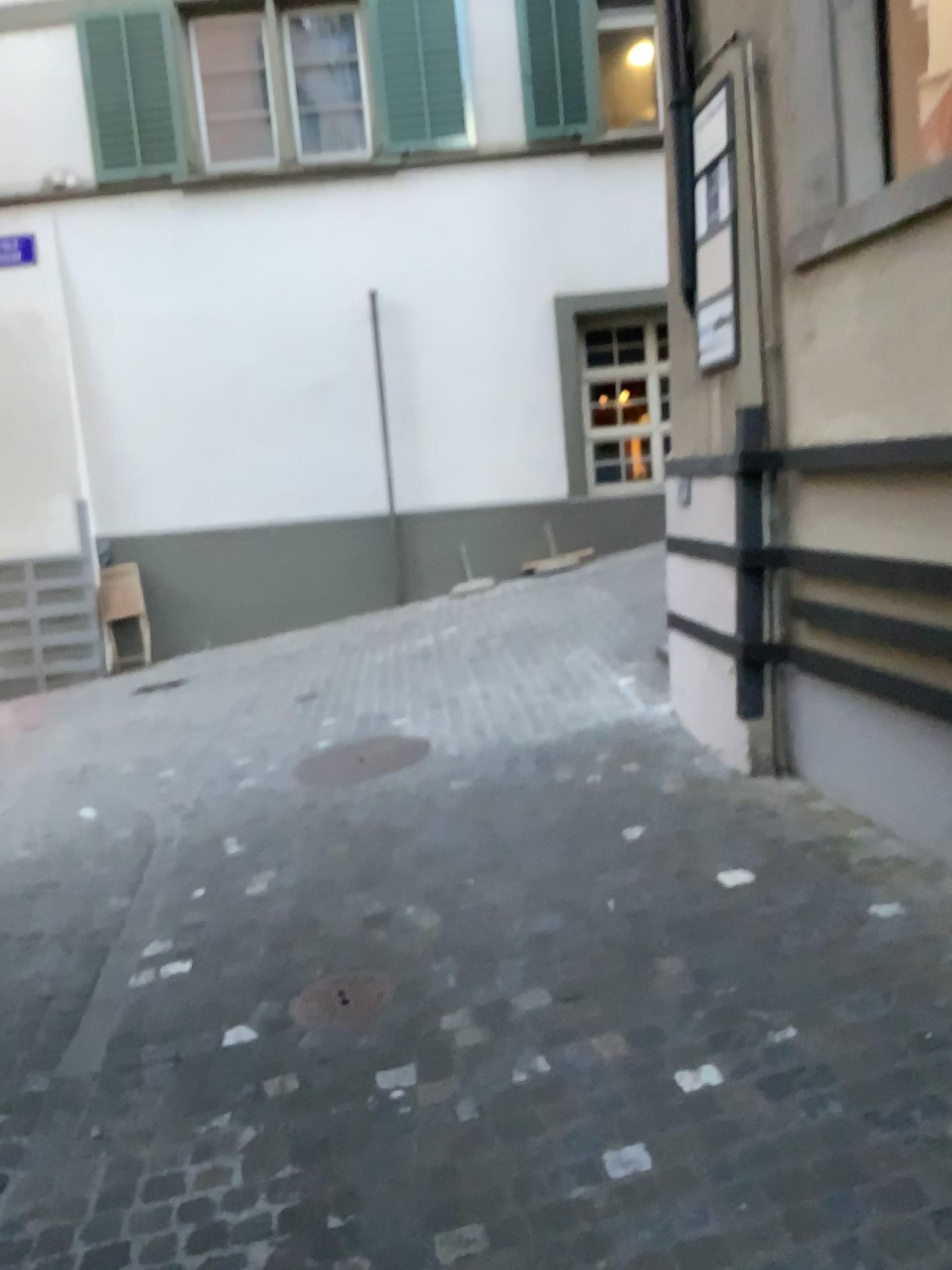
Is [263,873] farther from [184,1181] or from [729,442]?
[729,442]

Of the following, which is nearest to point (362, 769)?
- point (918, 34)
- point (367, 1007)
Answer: point (367, 1007)

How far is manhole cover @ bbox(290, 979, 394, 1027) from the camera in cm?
280

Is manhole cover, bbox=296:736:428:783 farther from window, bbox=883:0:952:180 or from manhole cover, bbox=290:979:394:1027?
window, bbox=883:0:952:180

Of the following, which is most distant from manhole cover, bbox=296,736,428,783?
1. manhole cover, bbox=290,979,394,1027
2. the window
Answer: the window

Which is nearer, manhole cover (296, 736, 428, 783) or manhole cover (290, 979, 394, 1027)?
manhole cover (290, 979, 394, 1027)

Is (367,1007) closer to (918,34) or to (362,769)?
(362,769)

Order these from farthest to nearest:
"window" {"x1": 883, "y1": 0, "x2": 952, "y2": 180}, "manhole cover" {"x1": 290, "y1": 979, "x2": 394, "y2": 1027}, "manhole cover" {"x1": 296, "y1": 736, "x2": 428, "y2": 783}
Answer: "manhole cover" {"x1": 296, "y1": 736, "x2": 428, "y2": 783} → "window" {"x1": 883, "y1": 0, "x2": 952, "y2": 180} → "manhole cover" {"x1": 290, "y1": 979, "x2": 394, "y2": 1027}

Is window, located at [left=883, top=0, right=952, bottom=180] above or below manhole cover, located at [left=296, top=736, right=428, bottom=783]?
above

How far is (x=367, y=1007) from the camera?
2.80m
